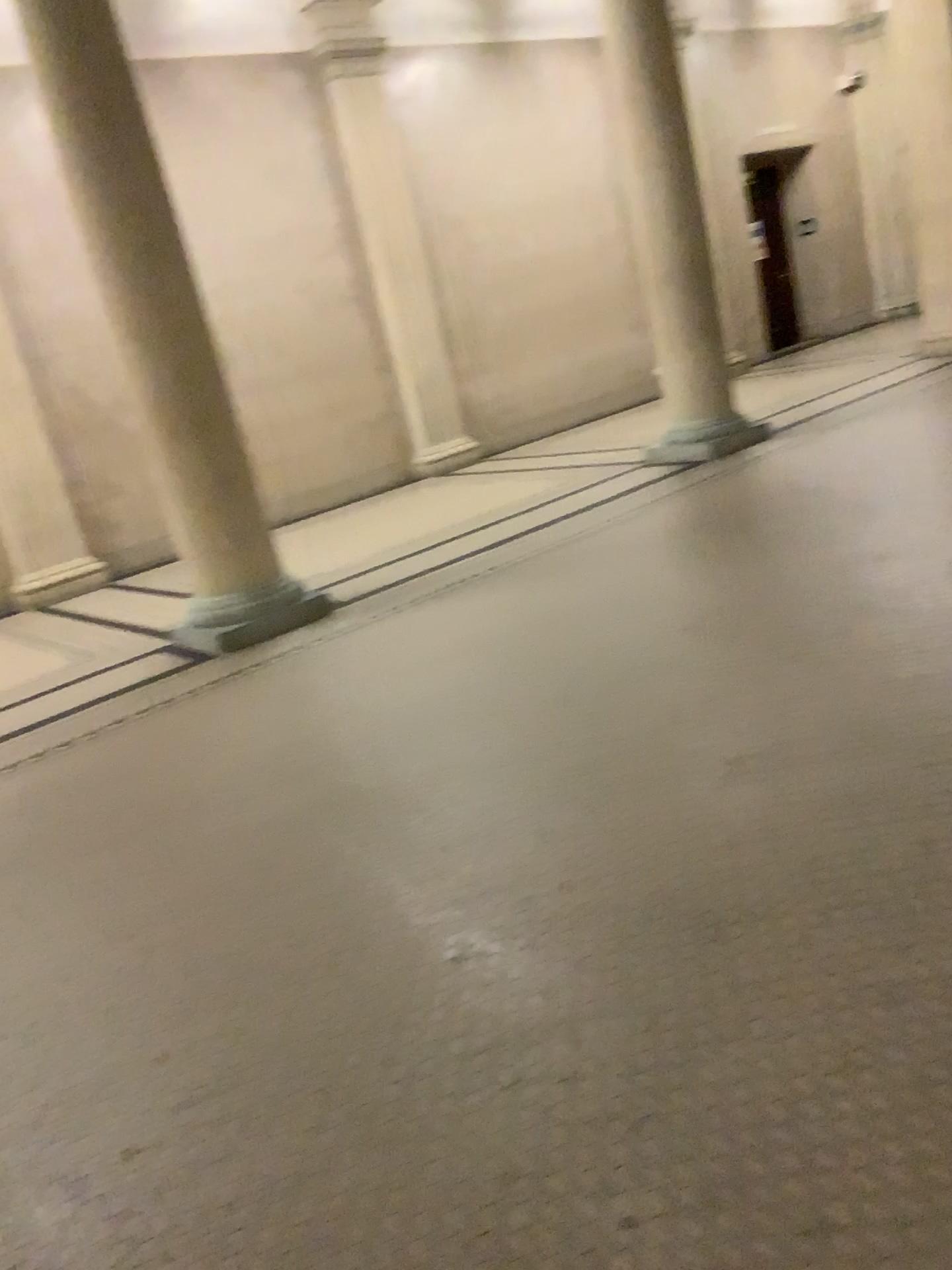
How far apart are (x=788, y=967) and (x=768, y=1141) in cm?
46
